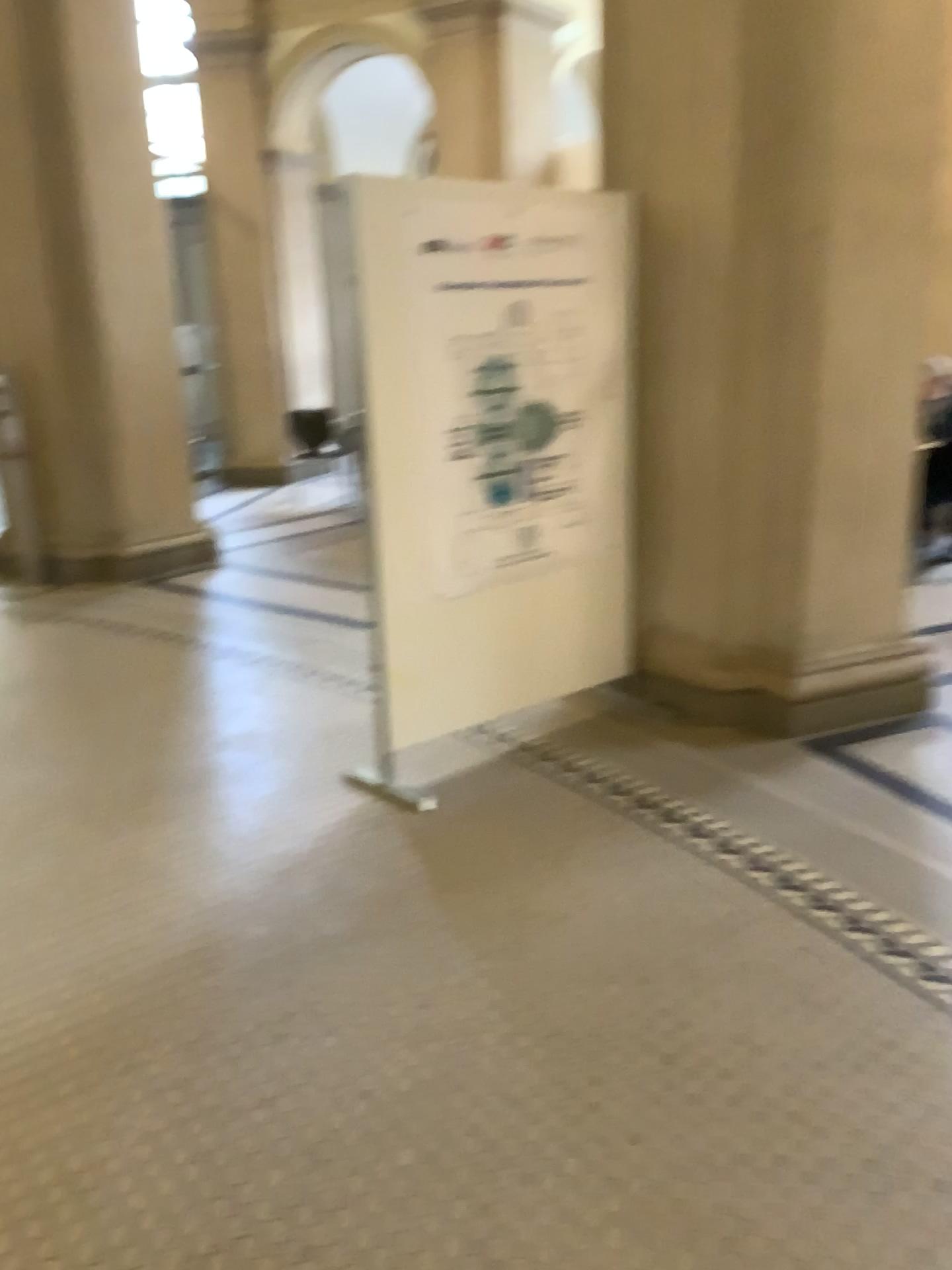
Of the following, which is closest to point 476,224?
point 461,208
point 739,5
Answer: point 461,208

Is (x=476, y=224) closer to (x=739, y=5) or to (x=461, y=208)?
(x=461, y=208)

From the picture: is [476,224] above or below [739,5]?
below

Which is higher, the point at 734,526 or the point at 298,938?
the point at 734,526
